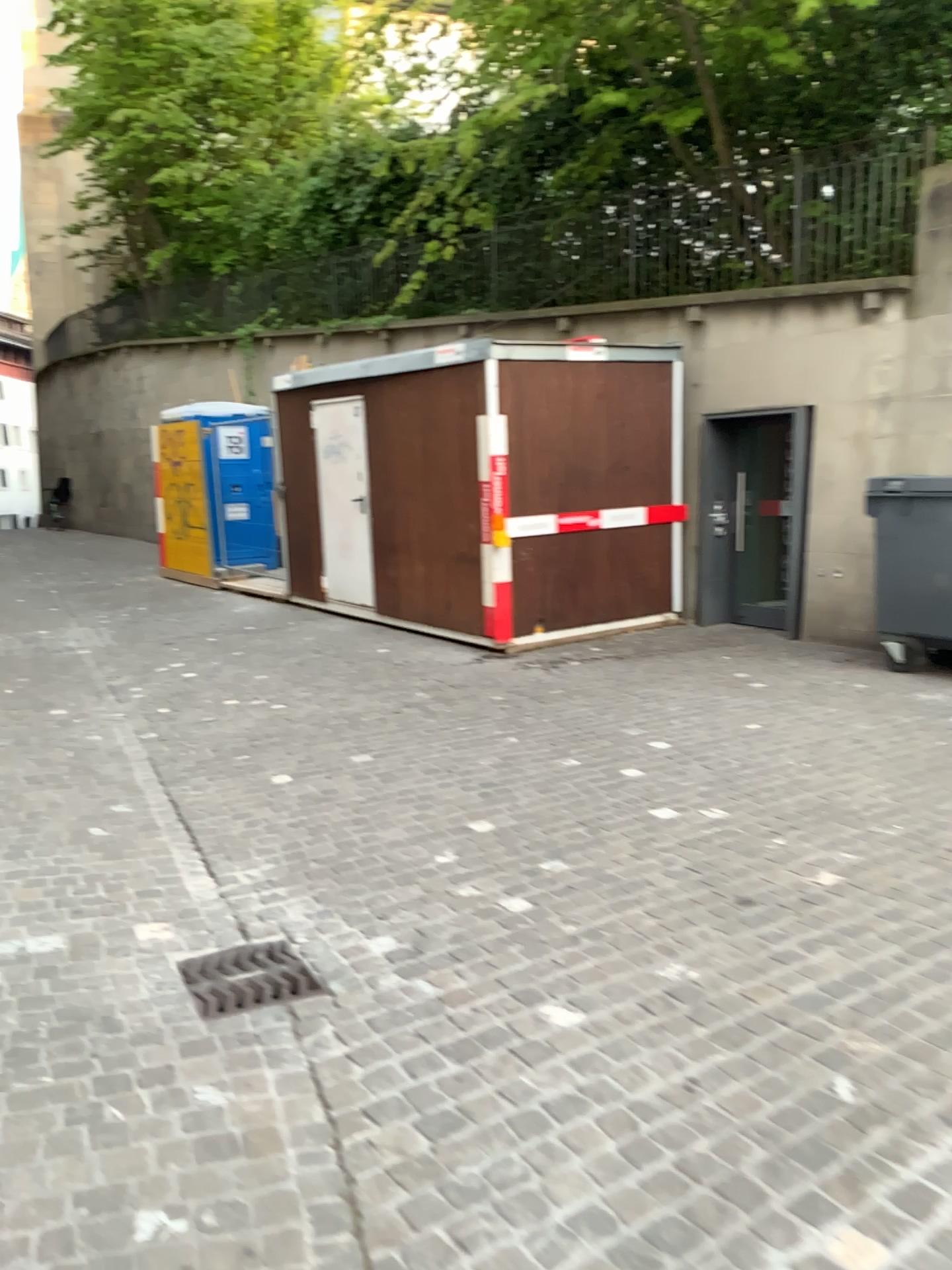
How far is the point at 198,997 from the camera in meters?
3.1

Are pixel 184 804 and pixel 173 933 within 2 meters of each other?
yes

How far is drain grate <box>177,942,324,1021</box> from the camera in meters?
3.1 m

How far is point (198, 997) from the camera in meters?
3.1

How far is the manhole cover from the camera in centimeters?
313cm
